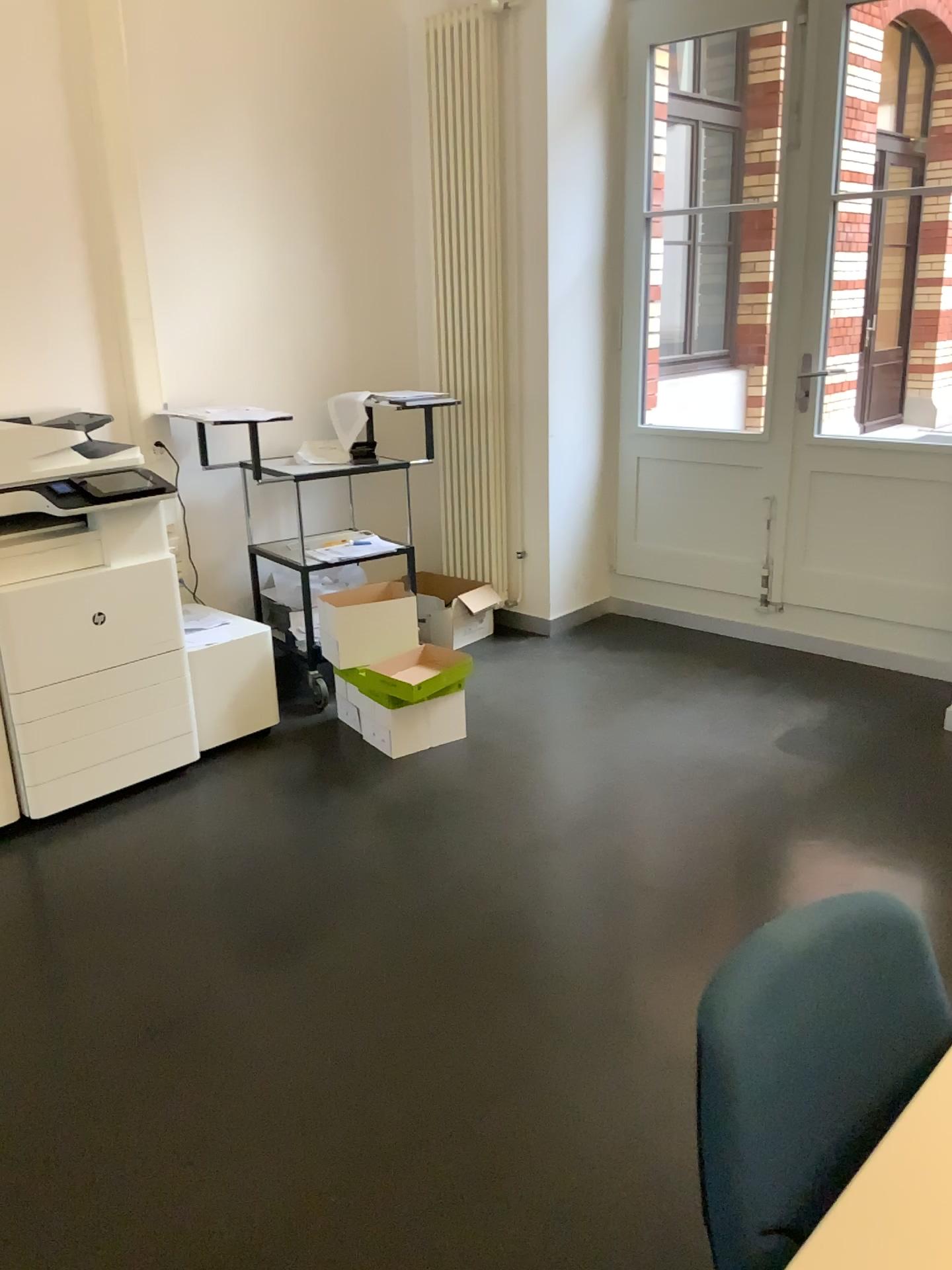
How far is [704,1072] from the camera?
1.0m

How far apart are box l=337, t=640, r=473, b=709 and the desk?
2.68m

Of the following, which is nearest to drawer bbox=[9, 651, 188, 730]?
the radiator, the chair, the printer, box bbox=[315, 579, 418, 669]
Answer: the printer

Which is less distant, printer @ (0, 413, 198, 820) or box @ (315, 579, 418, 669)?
printer @ (0, 413, 198, 820)

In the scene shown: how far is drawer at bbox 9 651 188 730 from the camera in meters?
3.1 m

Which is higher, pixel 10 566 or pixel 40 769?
pixel 10 566

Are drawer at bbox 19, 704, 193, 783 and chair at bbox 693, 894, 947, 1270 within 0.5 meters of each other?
no

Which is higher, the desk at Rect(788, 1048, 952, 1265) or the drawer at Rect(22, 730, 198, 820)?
the desk at Rect(788, 1048, 952, 1265)

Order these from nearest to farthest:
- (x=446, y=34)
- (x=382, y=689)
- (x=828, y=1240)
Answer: (x=828, y=1240), (x=382, y=689), (x=446, y=34)

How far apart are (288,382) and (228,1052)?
3.0m
